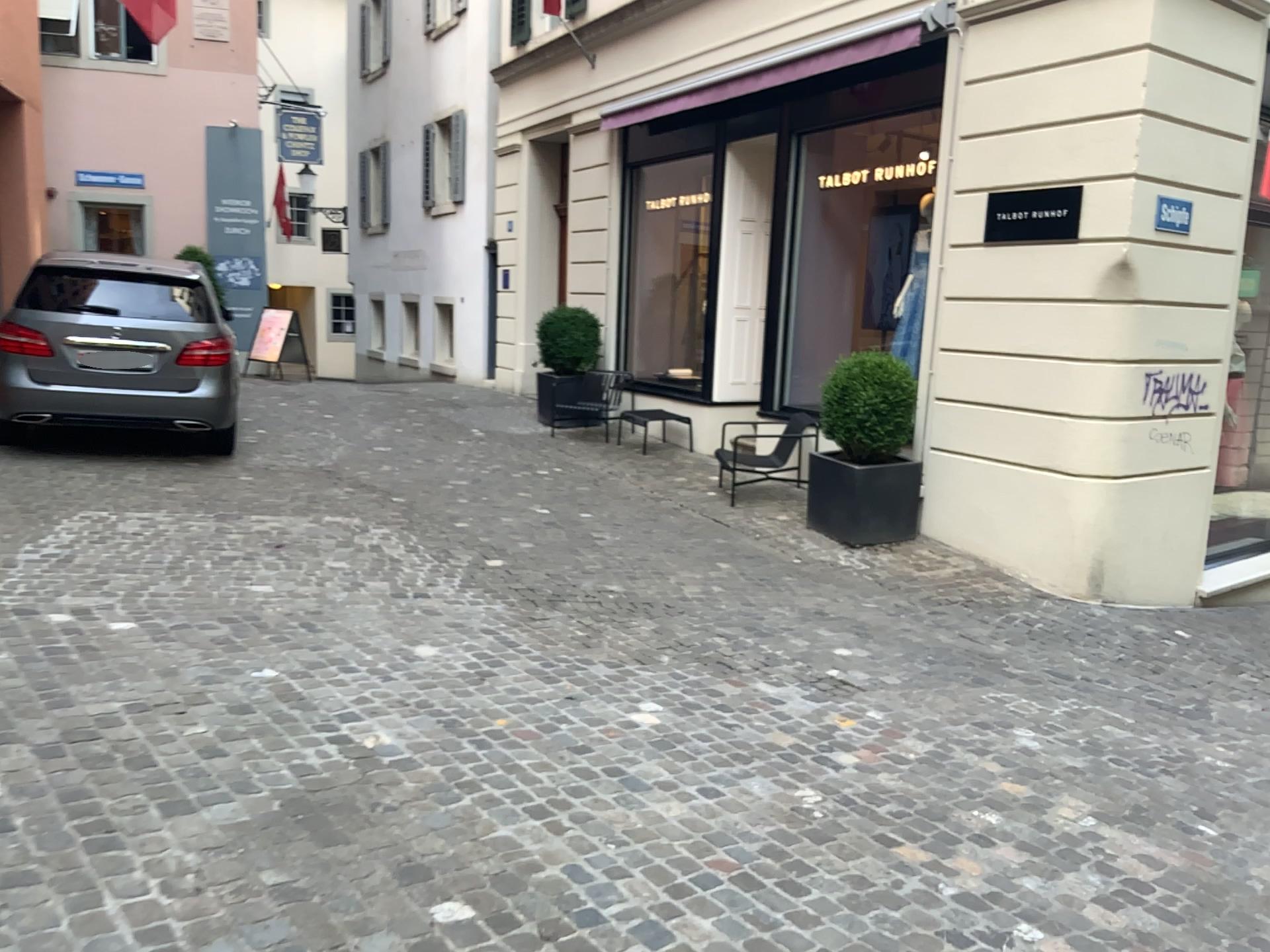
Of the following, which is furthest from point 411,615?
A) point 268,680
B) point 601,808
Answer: point 601,808
